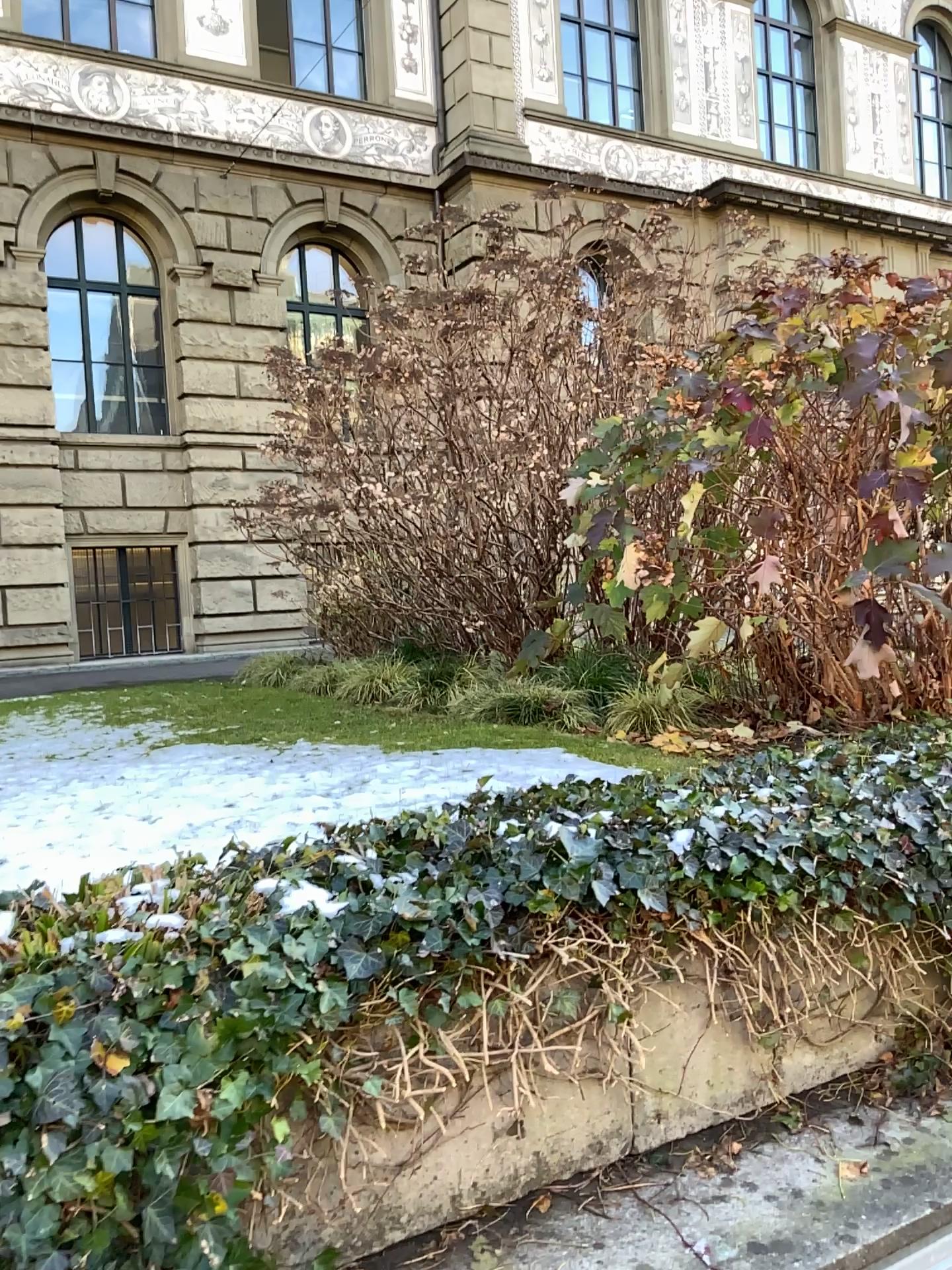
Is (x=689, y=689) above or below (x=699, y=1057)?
above
